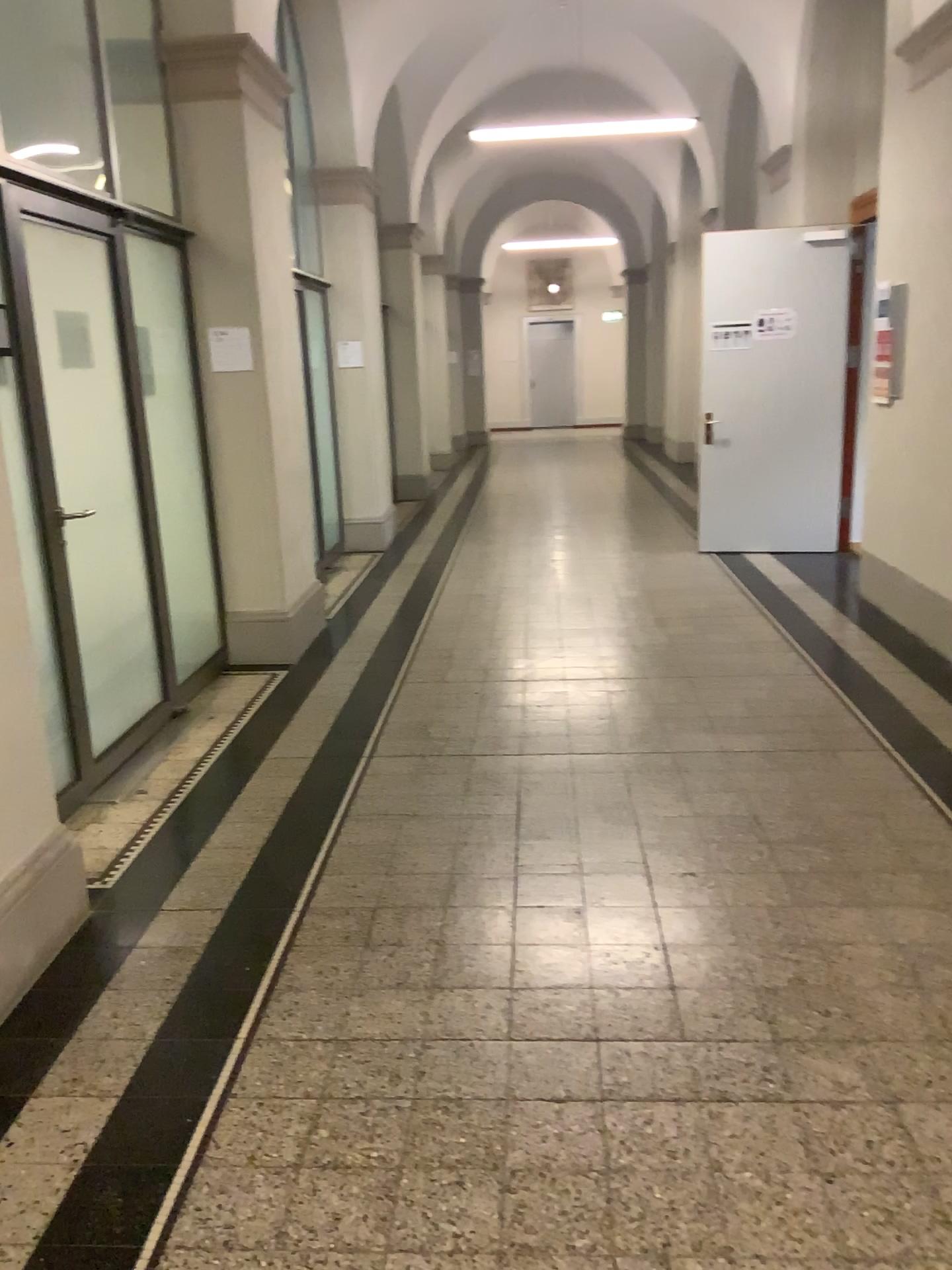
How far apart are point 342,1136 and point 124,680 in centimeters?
261cm
